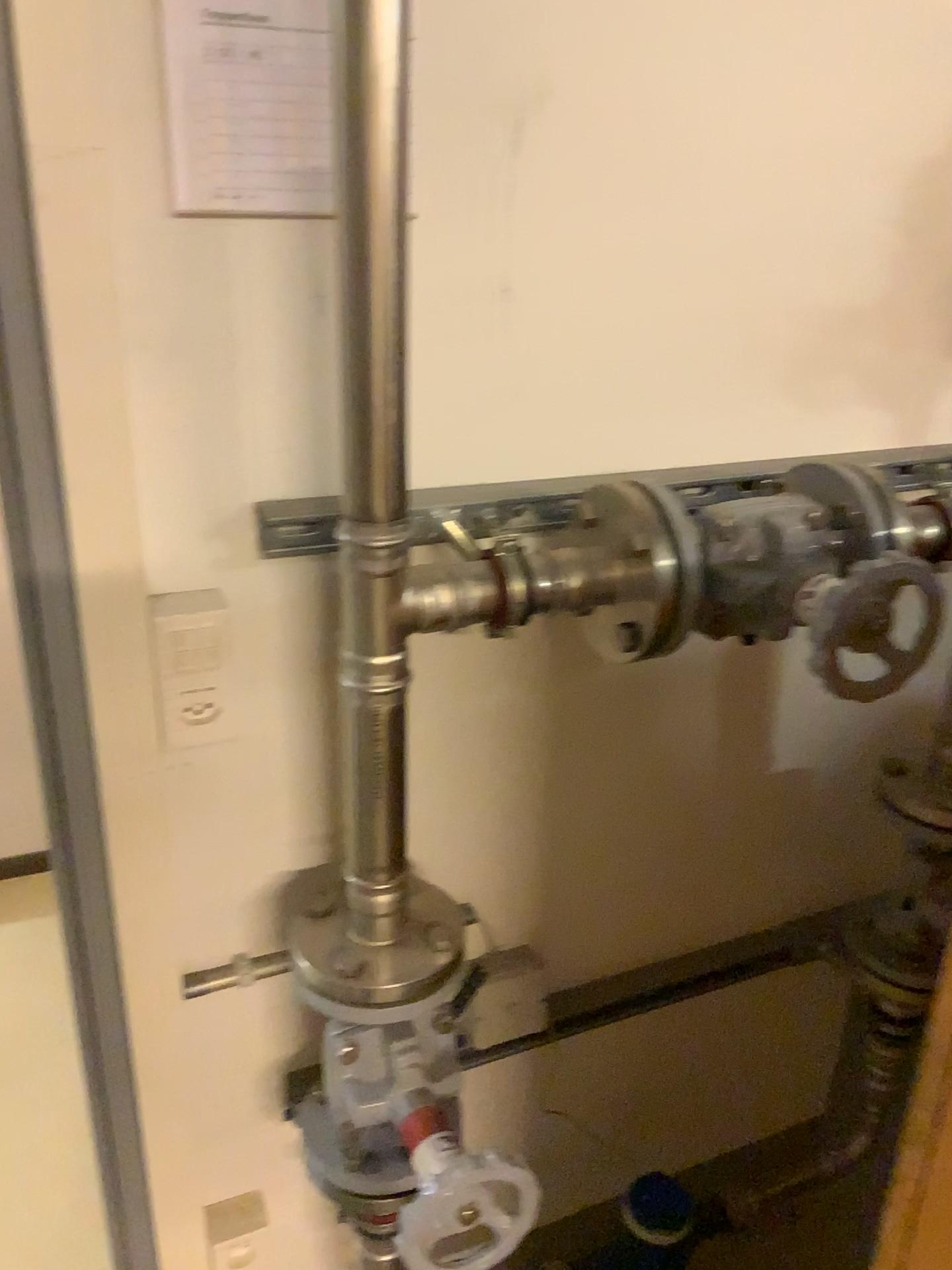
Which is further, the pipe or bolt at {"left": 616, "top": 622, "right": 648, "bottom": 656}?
bolt at {"left": 616, "top": 622, "right": 648, "bottom": 656}

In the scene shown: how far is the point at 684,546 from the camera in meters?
0.9 m

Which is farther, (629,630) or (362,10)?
(629,630)

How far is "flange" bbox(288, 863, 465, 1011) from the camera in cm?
94

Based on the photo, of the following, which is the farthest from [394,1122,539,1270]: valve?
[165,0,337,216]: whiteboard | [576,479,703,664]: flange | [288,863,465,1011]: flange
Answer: [165,0,337,216]: whiteboard

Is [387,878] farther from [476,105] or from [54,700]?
[476,105]

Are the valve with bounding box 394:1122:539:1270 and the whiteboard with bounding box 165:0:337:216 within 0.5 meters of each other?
no

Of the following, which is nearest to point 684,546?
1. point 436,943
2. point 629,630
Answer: point 629,630

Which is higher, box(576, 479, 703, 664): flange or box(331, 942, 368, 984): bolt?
box(576, 479, 703, 664): flange

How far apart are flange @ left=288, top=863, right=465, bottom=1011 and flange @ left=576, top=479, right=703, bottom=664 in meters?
0.3
